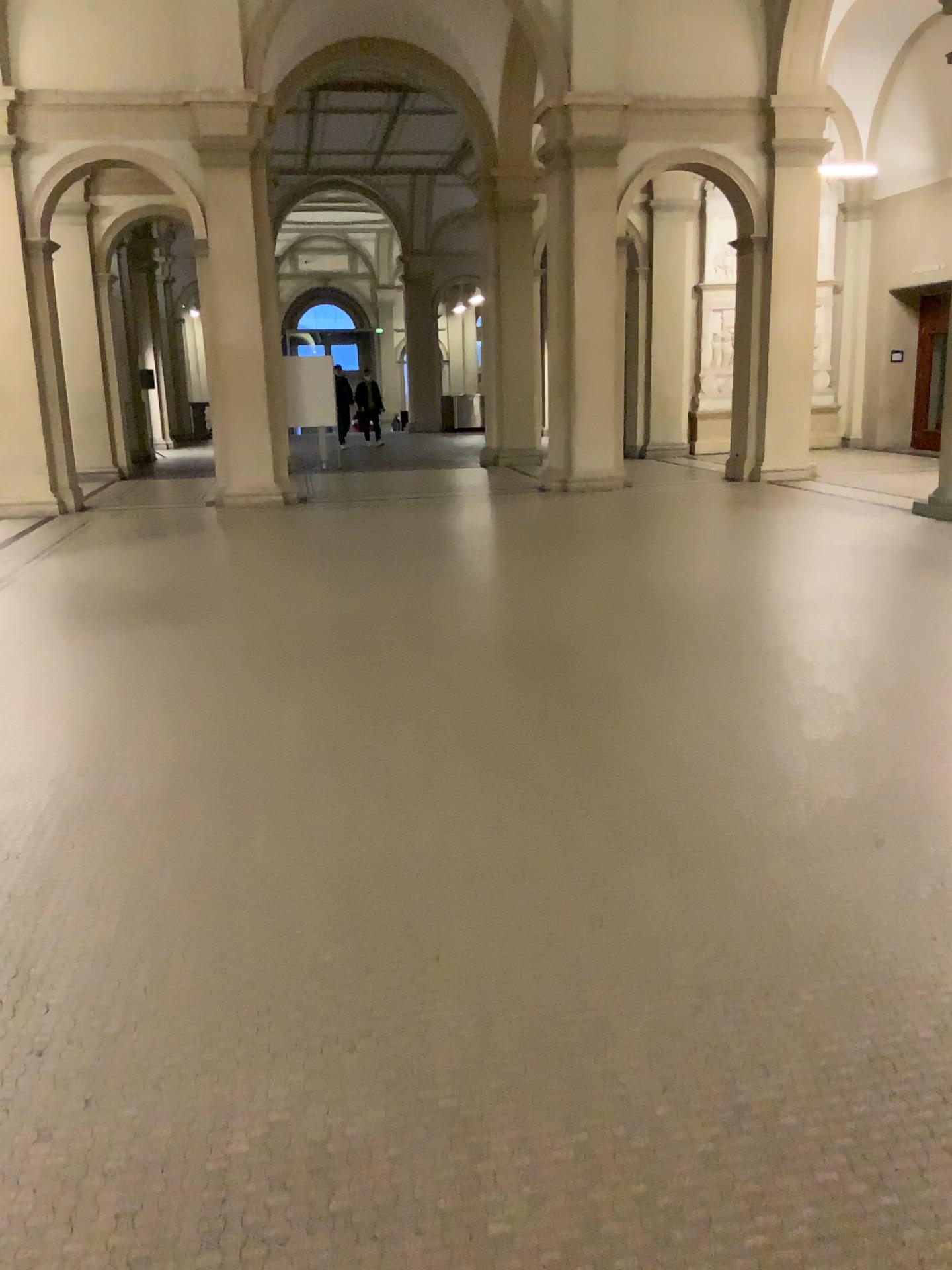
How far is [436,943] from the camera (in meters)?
2.84
